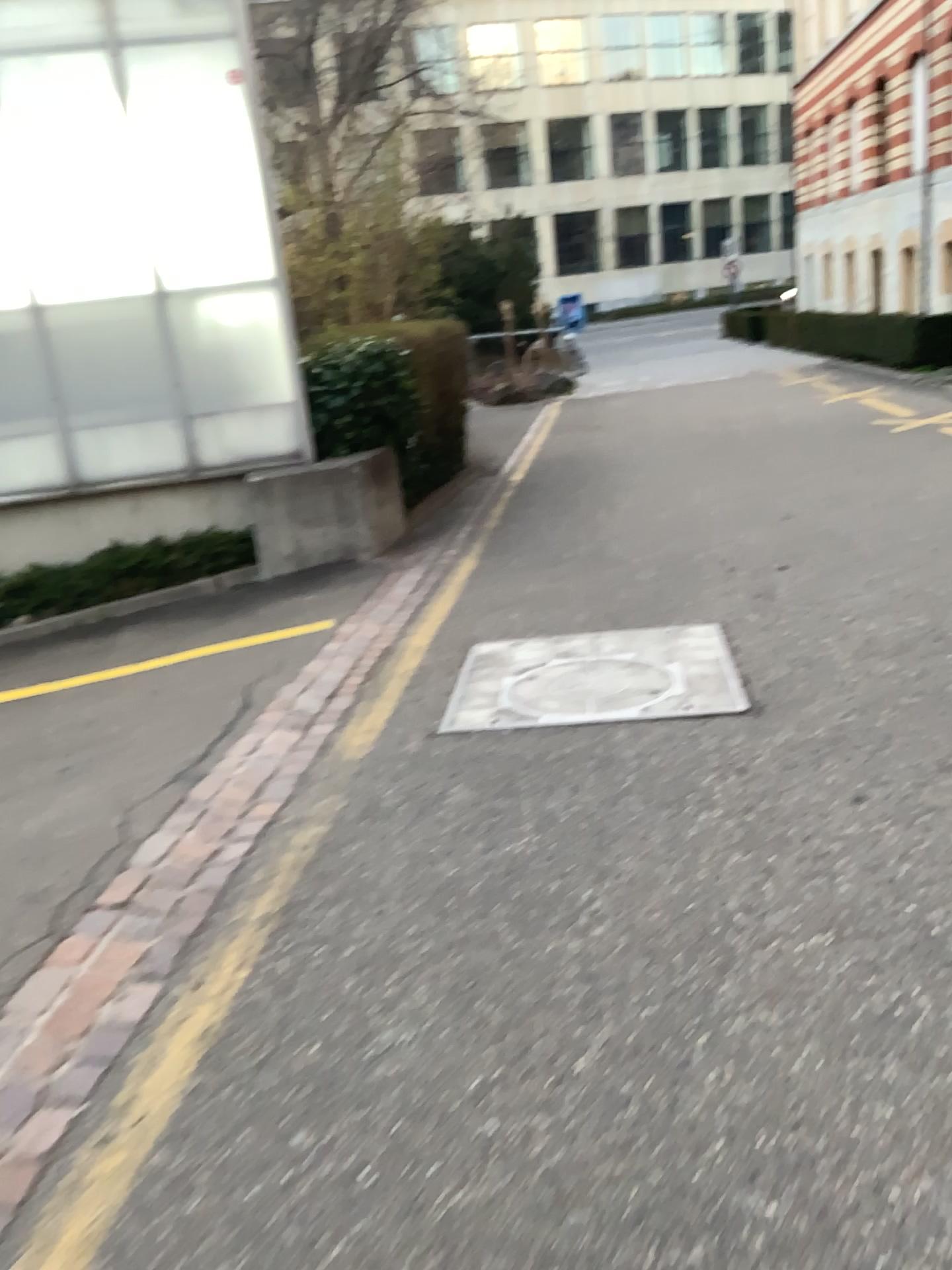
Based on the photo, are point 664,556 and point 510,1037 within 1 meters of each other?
no
